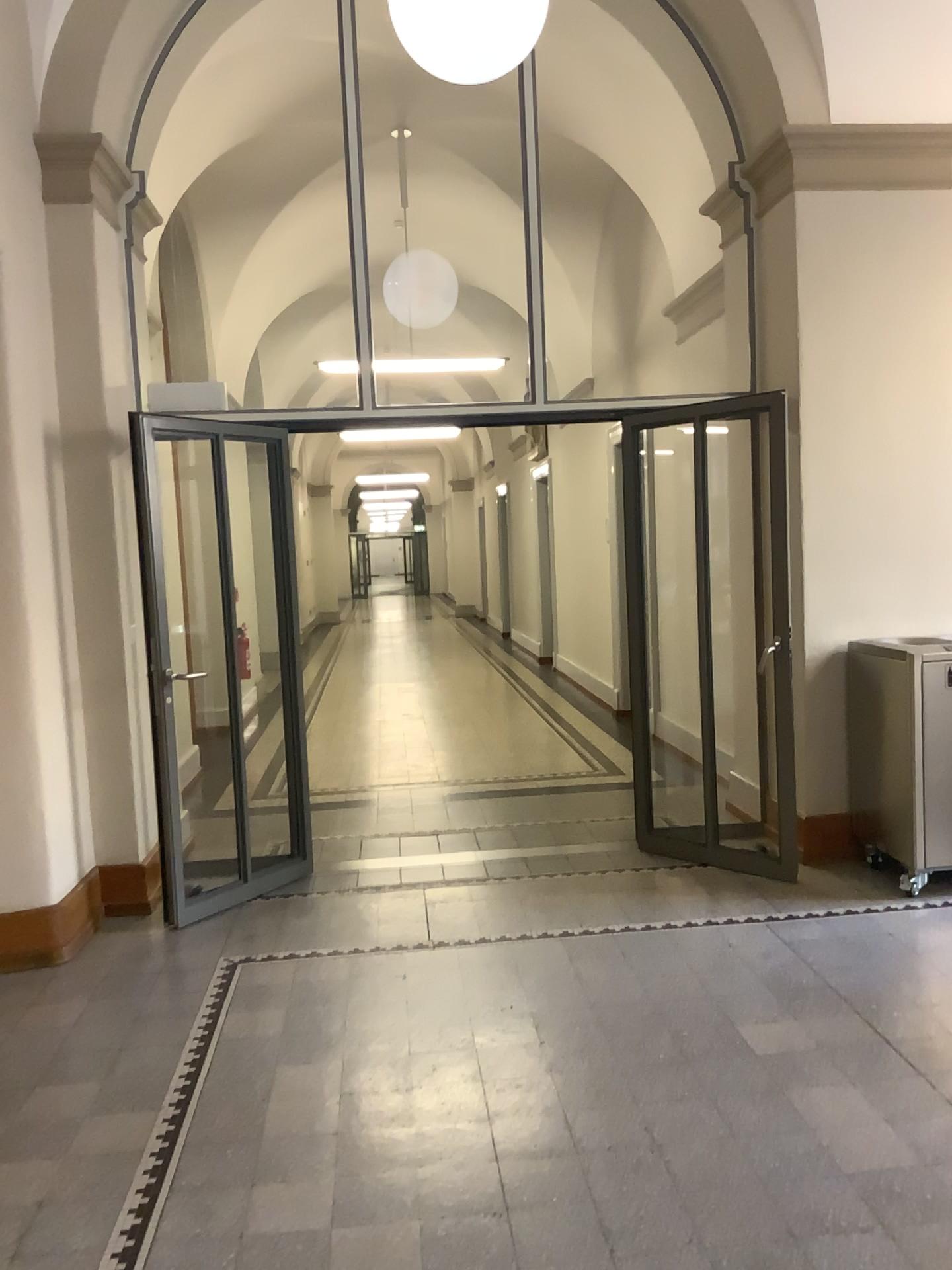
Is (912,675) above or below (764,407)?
below

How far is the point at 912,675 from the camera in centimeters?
466cm

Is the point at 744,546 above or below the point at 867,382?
below

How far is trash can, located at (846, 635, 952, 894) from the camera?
4.7 meters
